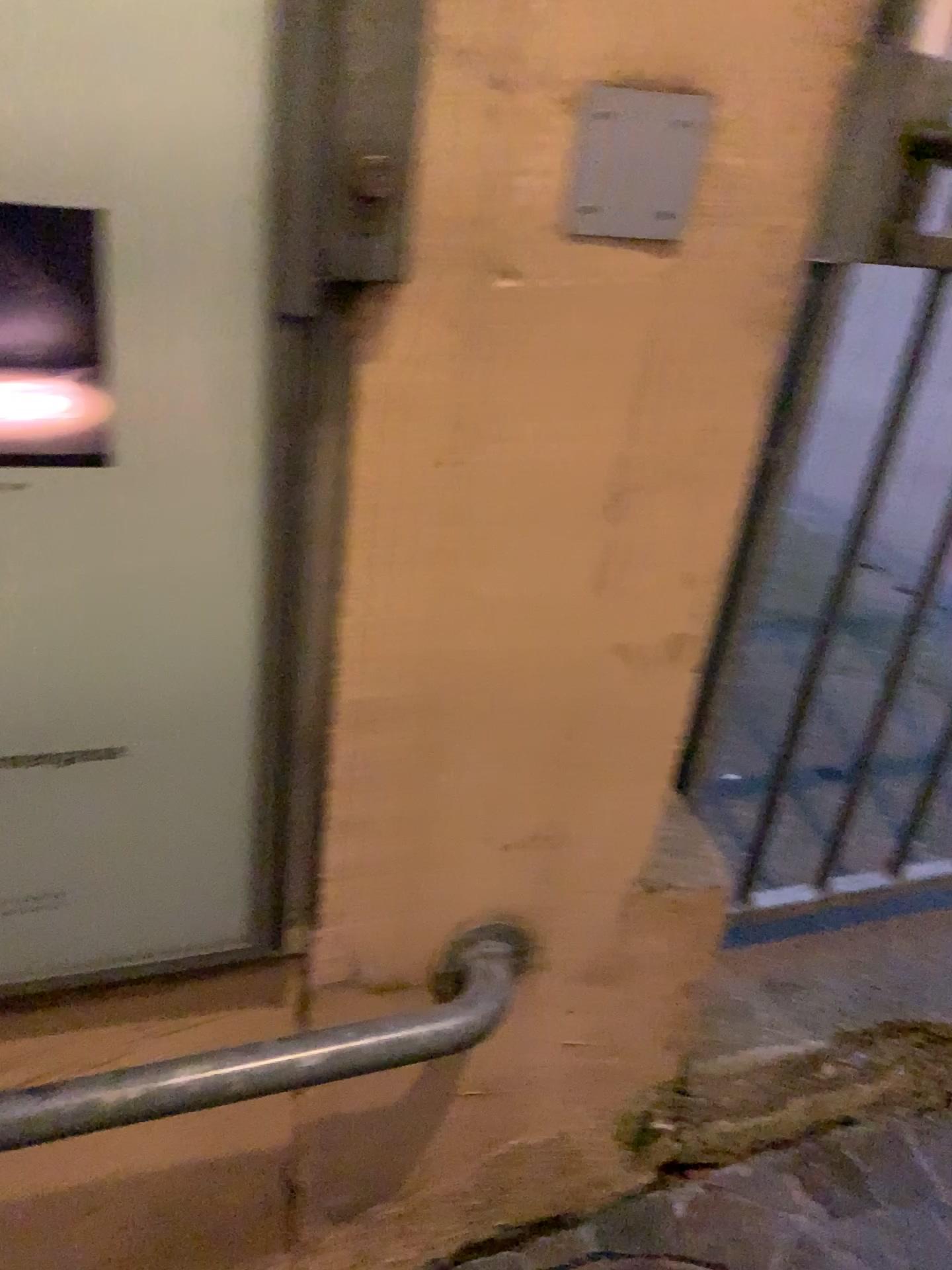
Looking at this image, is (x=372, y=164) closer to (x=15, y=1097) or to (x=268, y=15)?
(x=268, y=15)

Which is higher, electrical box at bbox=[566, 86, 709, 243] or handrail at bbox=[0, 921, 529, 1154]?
electrical box at bbox=[566, 86, 709, 243]

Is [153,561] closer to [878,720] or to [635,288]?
[635,288]

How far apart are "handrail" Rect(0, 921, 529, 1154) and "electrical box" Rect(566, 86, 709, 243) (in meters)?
0.62

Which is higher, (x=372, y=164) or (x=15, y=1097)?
(x=372, y=164)

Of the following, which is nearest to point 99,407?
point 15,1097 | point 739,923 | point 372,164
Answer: point 372,164

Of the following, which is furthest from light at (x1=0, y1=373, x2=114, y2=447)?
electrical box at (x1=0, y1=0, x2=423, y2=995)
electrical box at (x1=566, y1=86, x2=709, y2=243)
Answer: electrical box at (x1=566, y1=86, x2=709, y2=243)

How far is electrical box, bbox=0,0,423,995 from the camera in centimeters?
58cm

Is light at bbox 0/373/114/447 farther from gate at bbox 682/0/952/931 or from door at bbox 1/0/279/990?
gate at bbox 682/0/952/931

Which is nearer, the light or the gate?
the light
